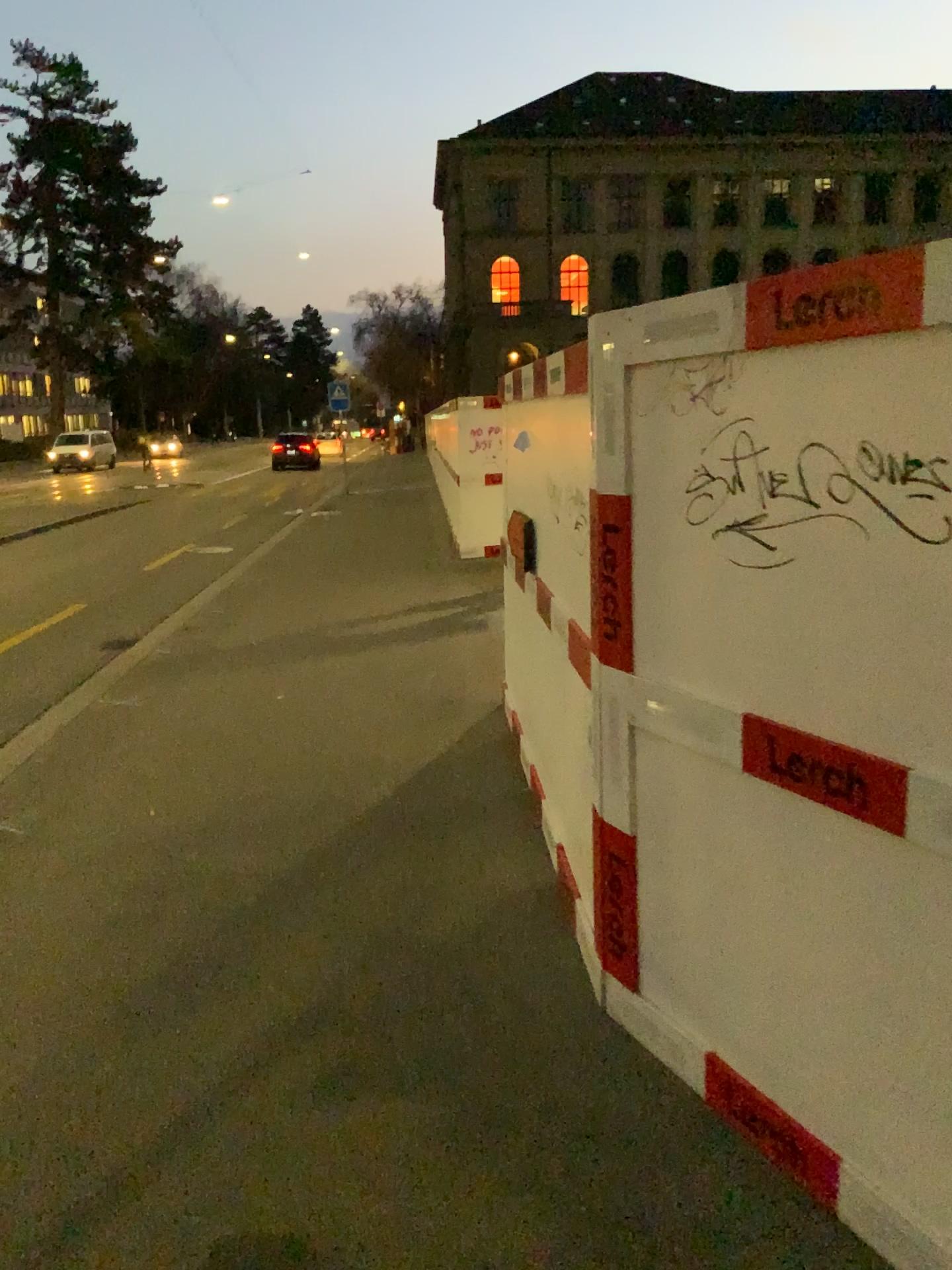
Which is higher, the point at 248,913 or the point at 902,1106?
the point at 902,1106
